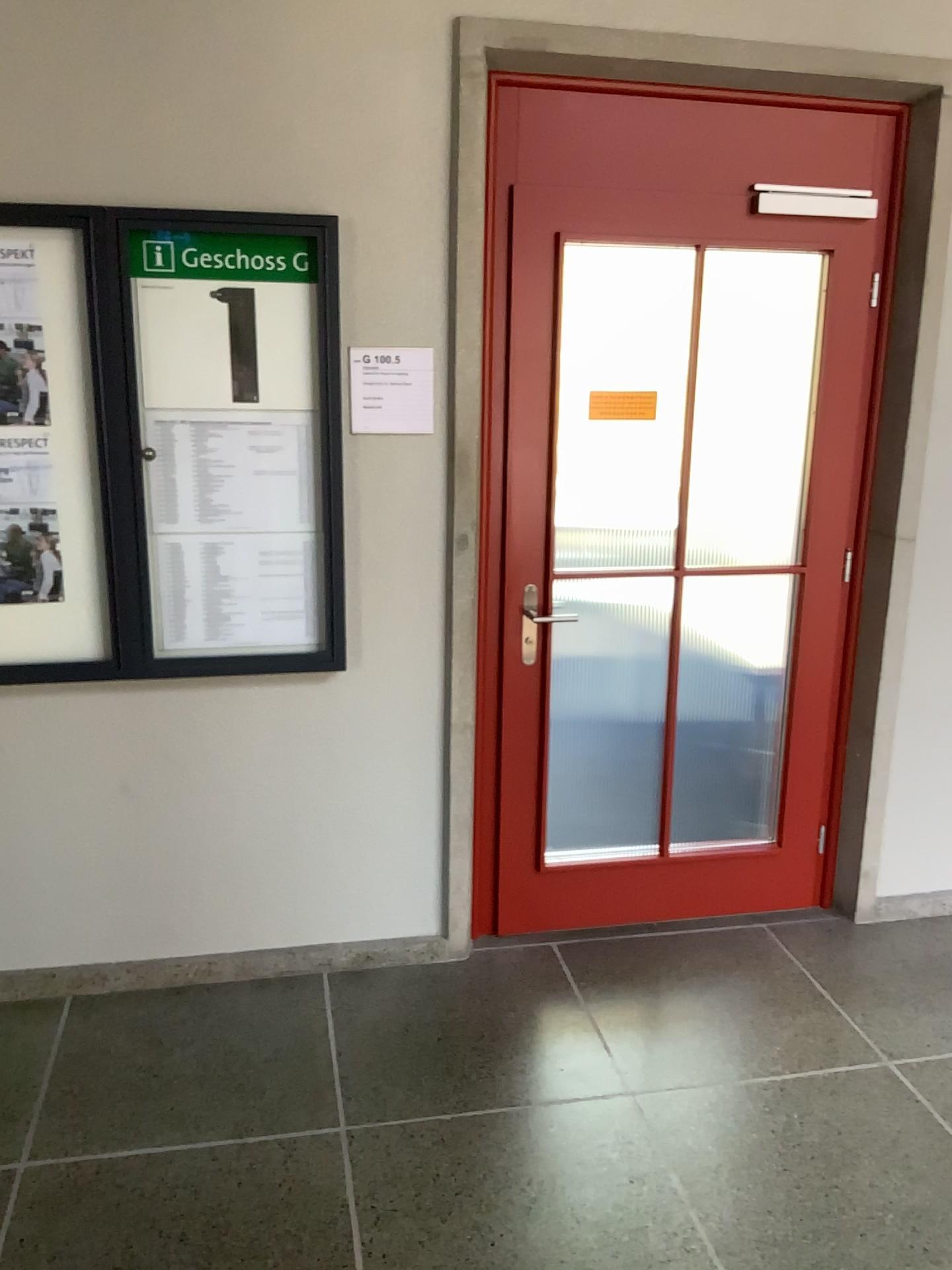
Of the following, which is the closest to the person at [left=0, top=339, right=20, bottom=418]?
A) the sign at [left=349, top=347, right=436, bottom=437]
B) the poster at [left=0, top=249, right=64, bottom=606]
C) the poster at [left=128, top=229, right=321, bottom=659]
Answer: the poster at [left=0, top=249, right=64, bottom=606]

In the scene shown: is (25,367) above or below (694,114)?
below

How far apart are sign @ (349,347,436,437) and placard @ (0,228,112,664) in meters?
0.6

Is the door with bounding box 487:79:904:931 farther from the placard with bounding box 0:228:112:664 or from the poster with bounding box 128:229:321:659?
the placard with bounding box 0:228:112:664

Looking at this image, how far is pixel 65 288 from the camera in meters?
2.5 m

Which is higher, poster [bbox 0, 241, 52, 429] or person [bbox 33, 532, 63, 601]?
poster [bbox 0, 241, 52, 429]

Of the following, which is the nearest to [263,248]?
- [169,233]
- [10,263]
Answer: [169,233]

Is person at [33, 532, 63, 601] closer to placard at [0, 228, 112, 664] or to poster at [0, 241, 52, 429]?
placard at [0, 228, 112, 664]

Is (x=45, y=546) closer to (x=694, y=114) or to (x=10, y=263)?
(x=10, y=263)

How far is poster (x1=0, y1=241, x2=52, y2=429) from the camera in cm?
248
